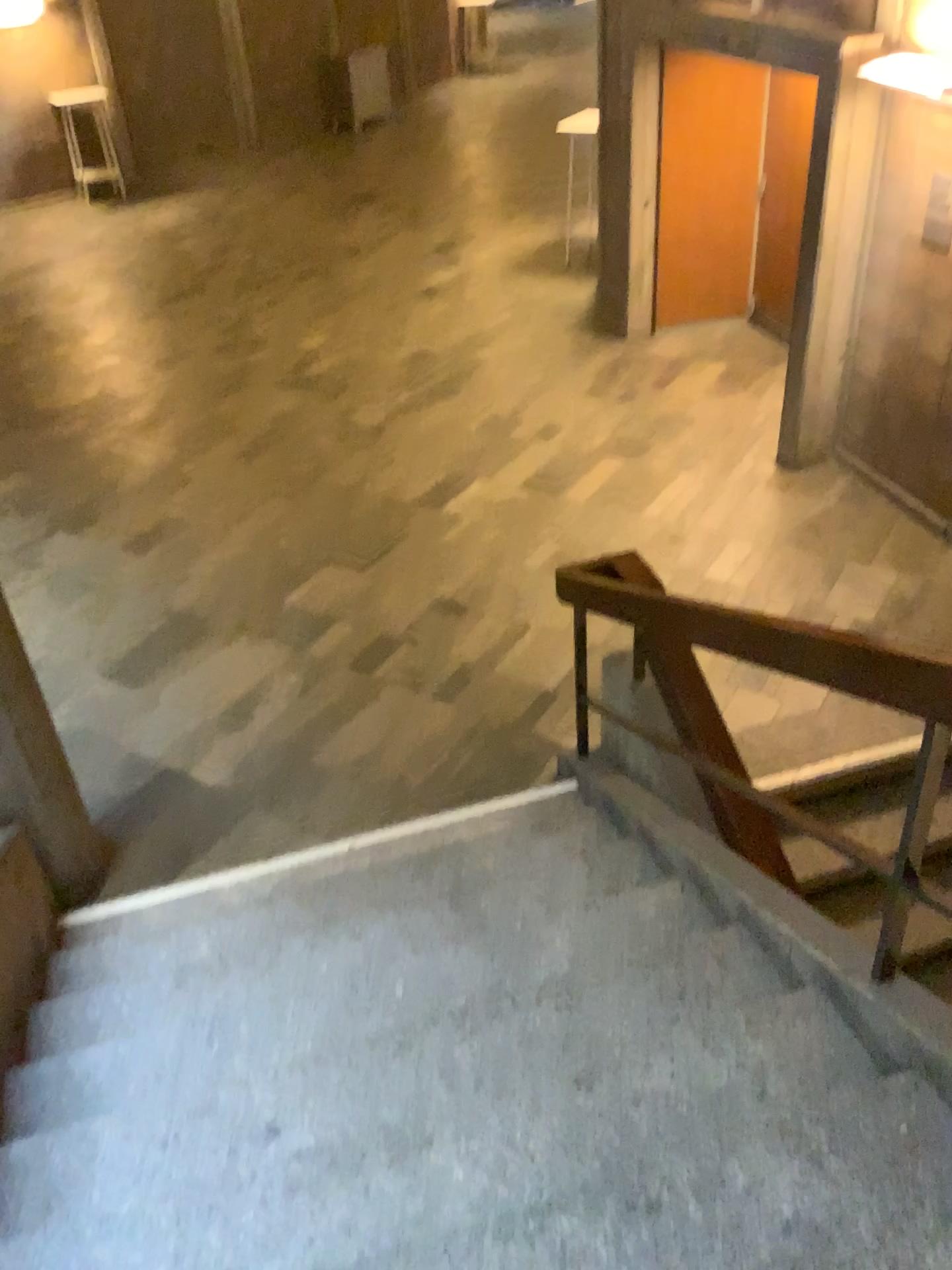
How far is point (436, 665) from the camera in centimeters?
498cm
